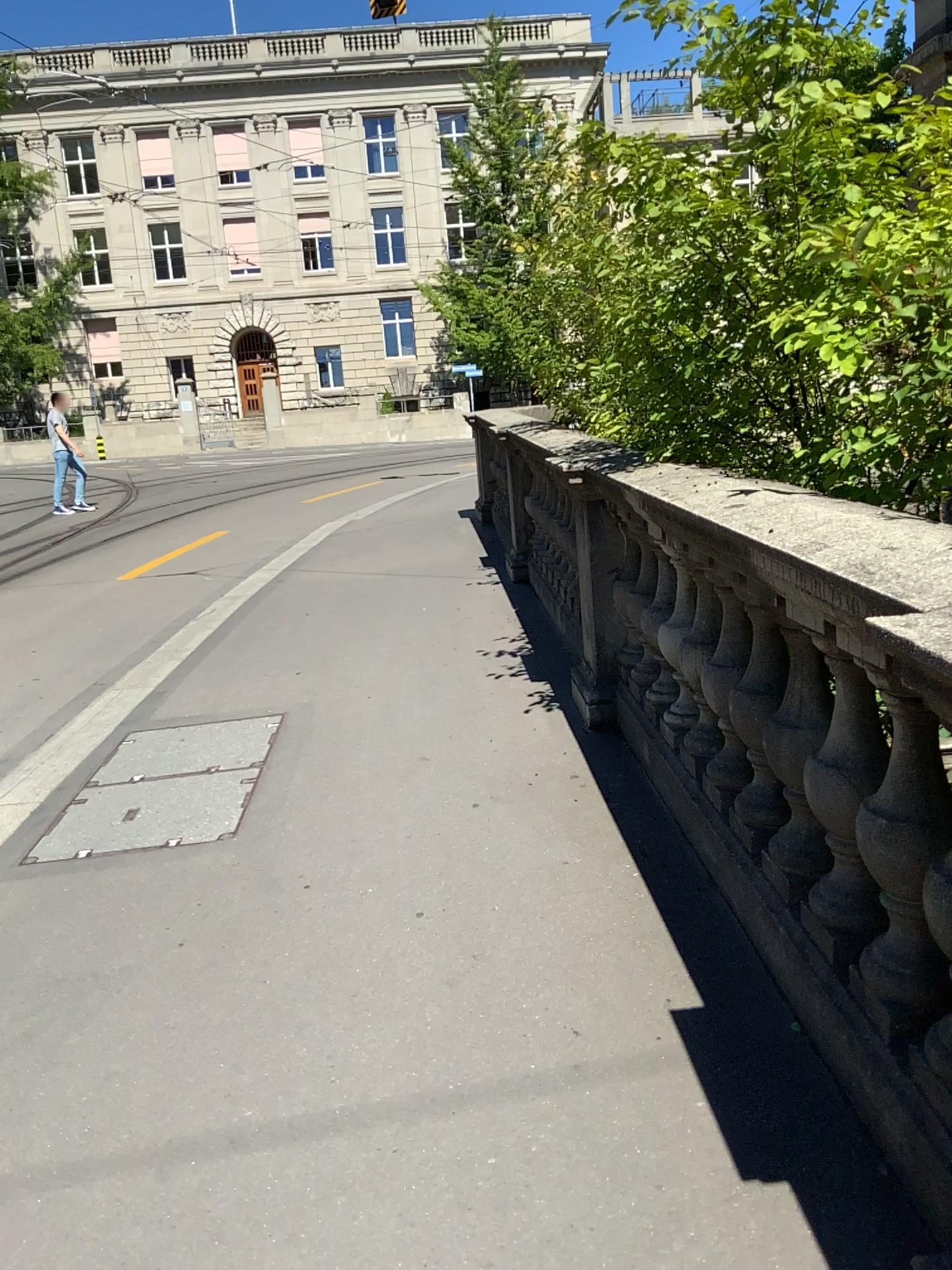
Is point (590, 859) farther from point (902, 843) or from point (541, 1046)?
point (902, 843)
